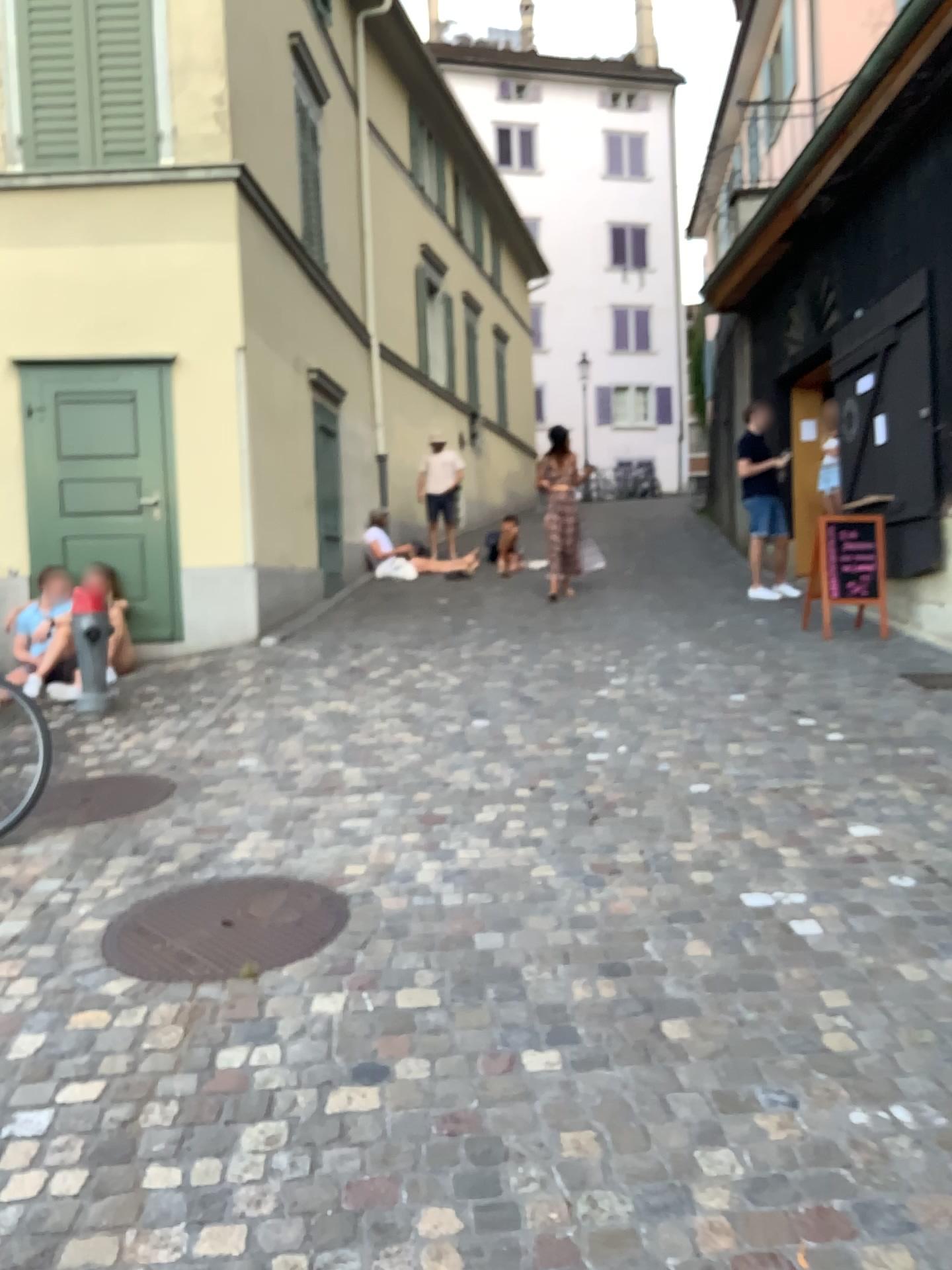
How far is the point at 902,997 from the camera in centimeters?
273cm

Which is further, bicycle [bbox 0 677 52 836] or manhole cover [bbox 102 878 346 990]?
bicycle [bbox 0 677 52 836]

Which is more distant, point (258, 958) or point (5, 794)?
point (5, 794)

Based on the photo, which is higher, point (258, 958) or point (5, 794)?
point (5, 794)
